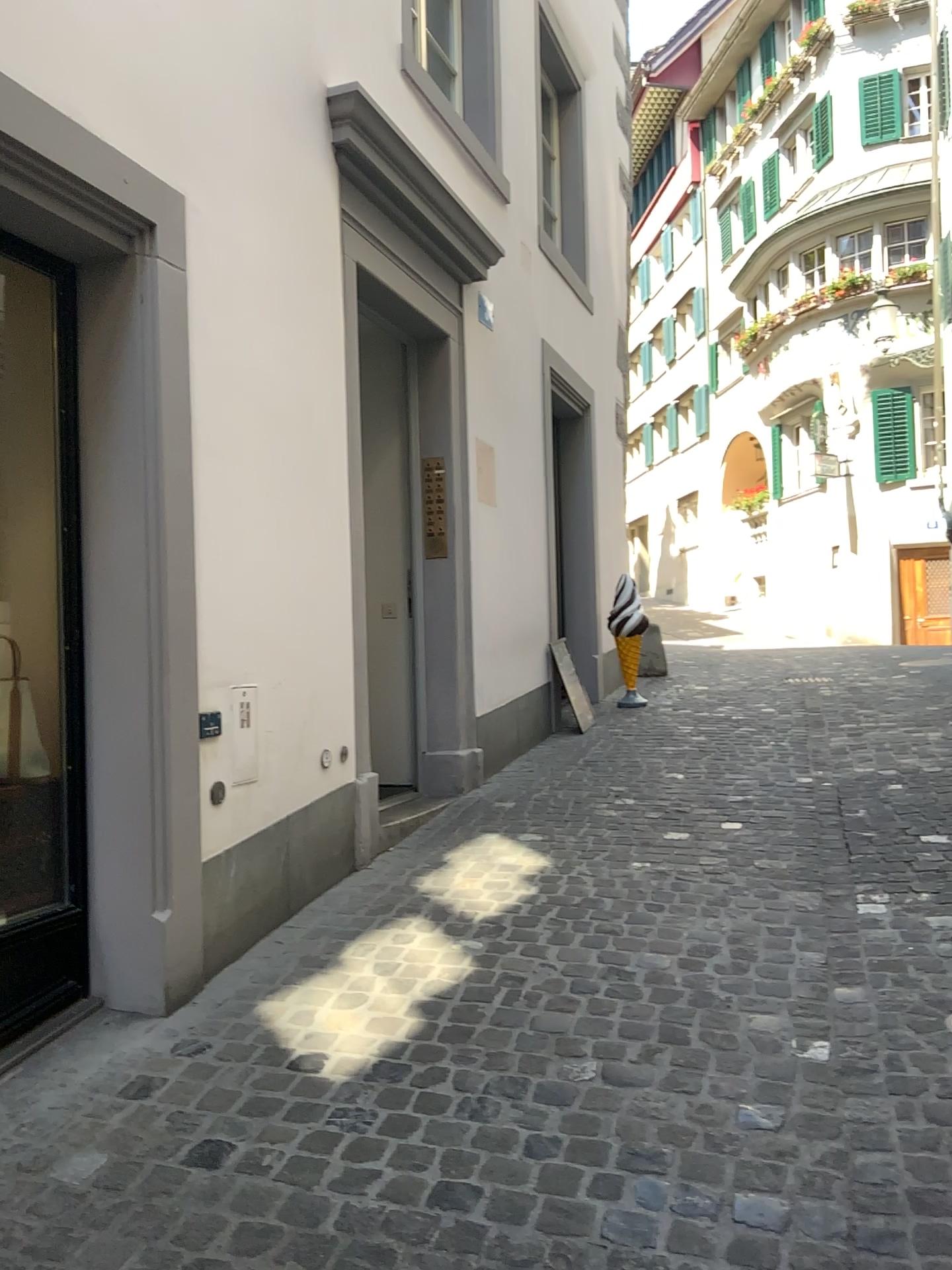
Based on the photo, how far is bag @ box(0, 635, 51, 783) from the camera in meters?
2.9

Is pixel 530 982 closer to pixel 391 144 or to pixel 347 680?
pixel 347 680

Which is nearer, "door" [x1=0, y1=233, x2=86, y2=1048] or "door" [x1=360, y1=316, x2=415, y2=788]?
"door" [x1=0, y1=233, x2=86, y2=1048]

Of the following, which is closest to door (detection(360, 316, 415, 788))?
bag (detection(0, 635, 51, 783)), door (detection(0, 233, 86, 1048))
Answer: door (detection(0, 233, 86, 1048))

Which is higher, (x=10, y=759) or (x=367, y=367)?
(x=367, y=367)

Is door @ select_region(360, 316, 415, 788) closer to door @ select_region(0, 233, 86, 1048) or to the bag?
door @ select_region(0, 233, 86, 1048)

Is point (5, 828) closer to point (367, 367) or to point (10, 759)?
point (10, 759)

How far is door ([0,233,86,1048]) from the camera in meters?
2.8 m

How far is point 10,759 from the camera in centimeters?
291cm
